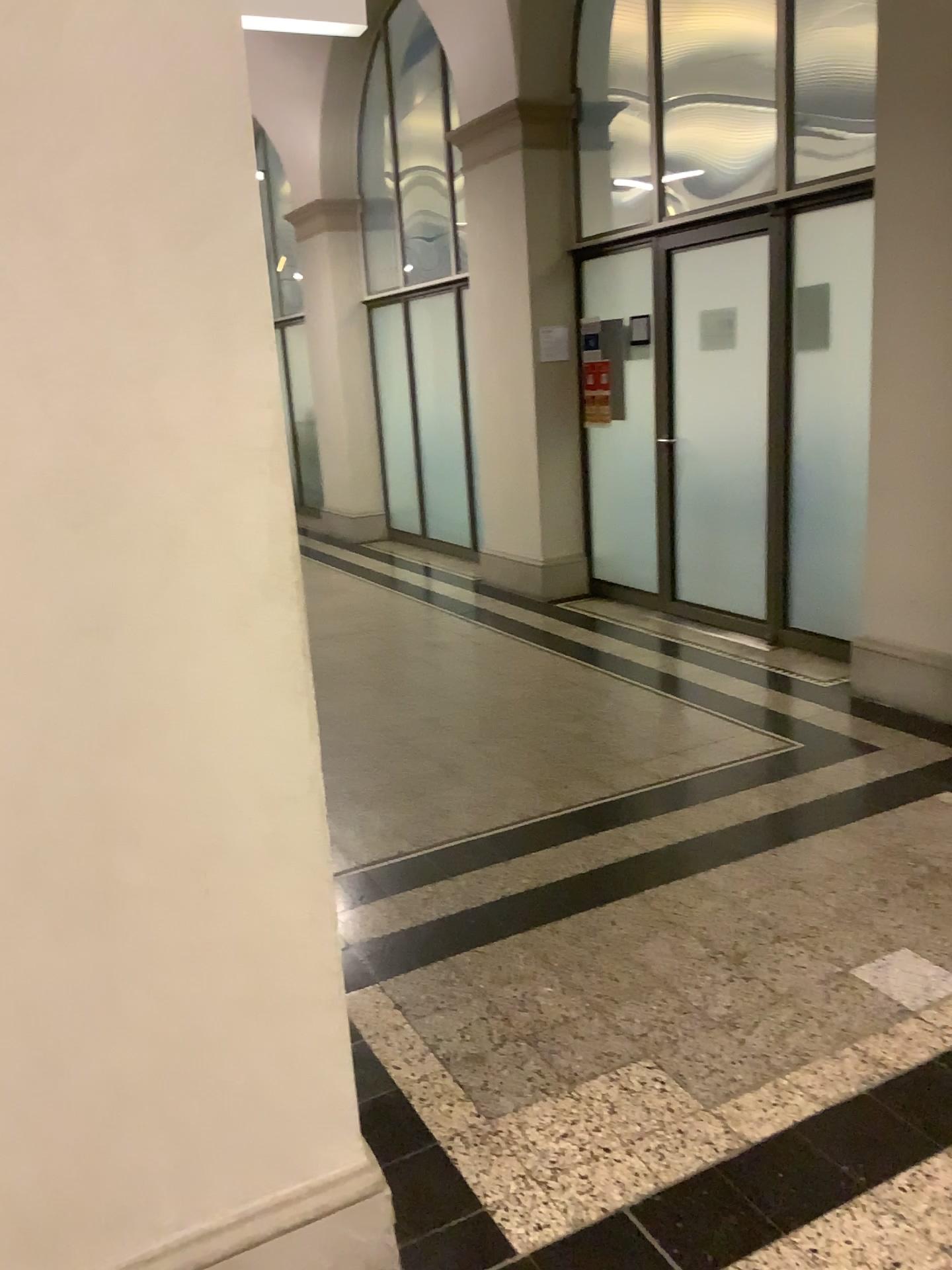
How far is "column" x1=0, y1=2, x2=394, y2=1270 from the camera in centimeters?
130cm

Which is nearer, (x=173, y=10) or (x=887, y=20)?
(x=173, y=10)

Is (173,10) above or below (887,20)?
below

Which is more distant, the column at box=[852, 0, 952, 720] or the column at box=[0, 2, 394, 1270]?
the column at box=[852, 0, 952, 720]

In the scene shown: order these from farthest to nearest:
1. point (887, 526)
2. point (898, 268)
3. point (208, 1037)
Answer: point (887, 526) → point (898, 268) → point (208, 1037)

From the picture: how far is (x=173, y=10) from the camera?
1.30m
